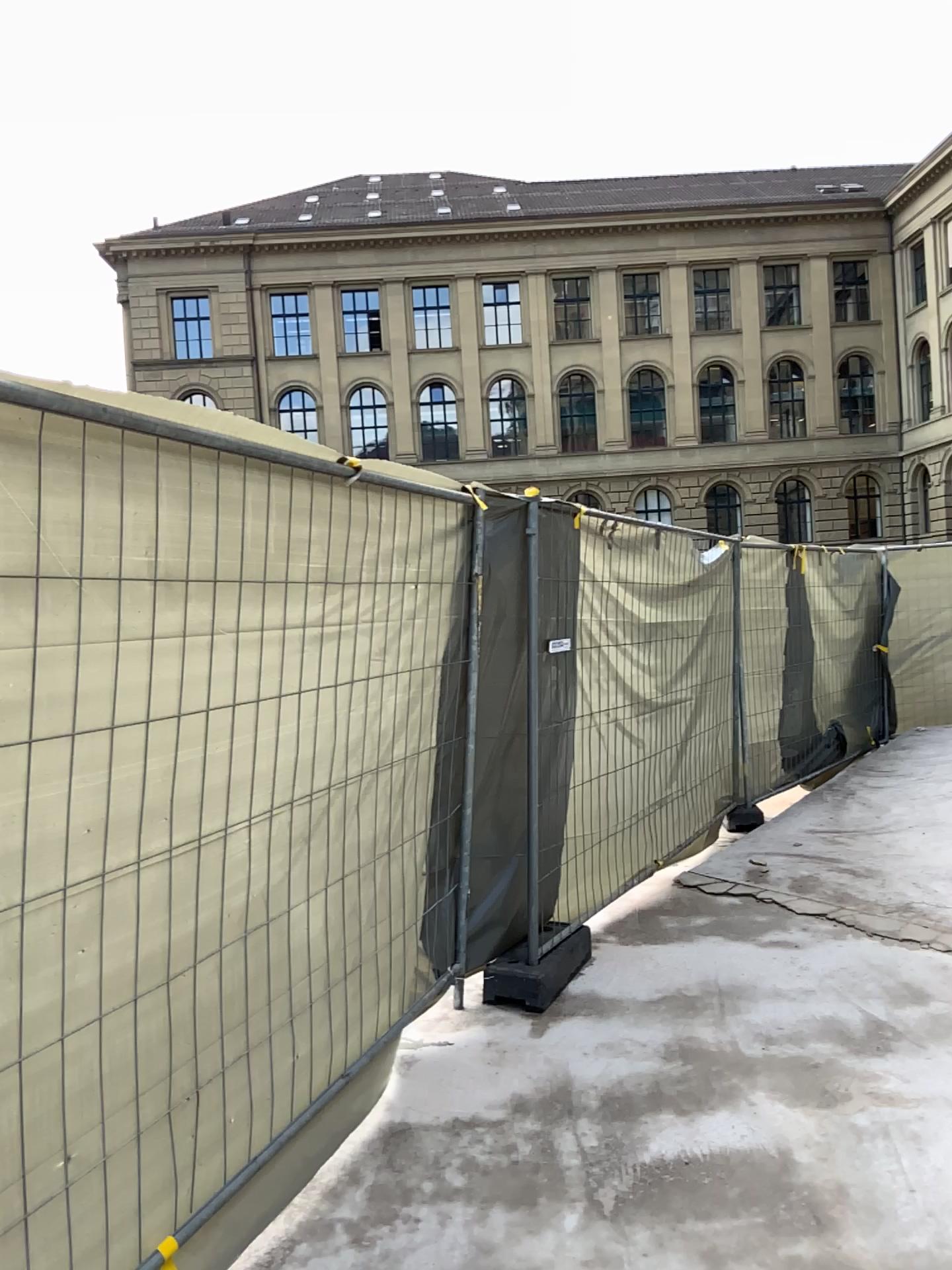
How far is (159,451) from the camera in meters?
2.2
